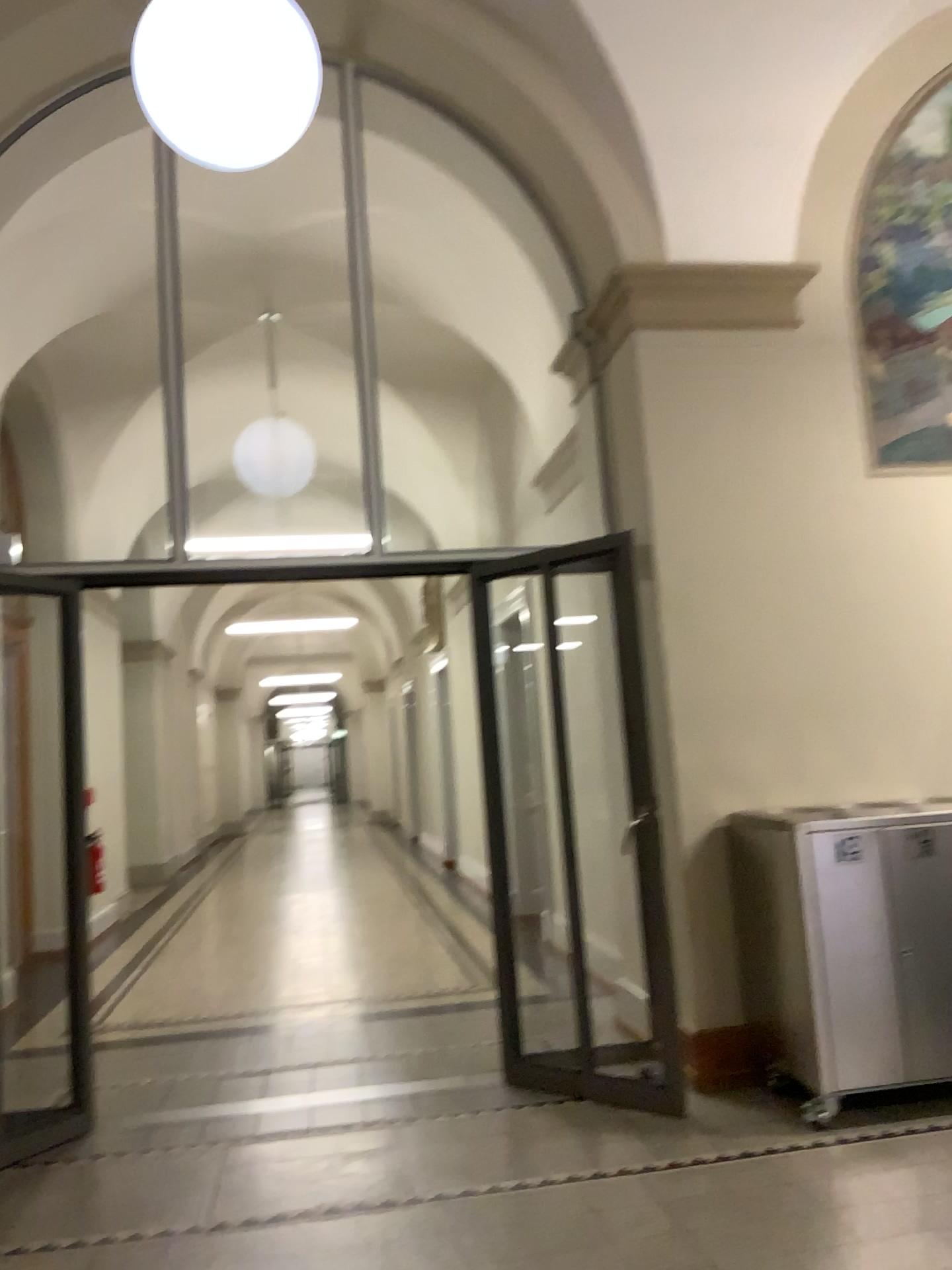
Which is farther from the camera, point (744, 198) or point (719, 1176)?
point (744, 198)

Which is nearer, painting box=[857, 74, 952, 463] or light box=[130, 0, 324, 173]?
light box=[130, 0, 324, 173]

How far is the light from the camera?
2.7m

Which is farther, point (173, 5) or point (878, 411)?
point (878, 411)

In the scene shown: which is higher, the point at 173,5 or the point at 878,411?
the point at 173,5

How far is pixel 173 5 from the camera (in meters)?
2.68
